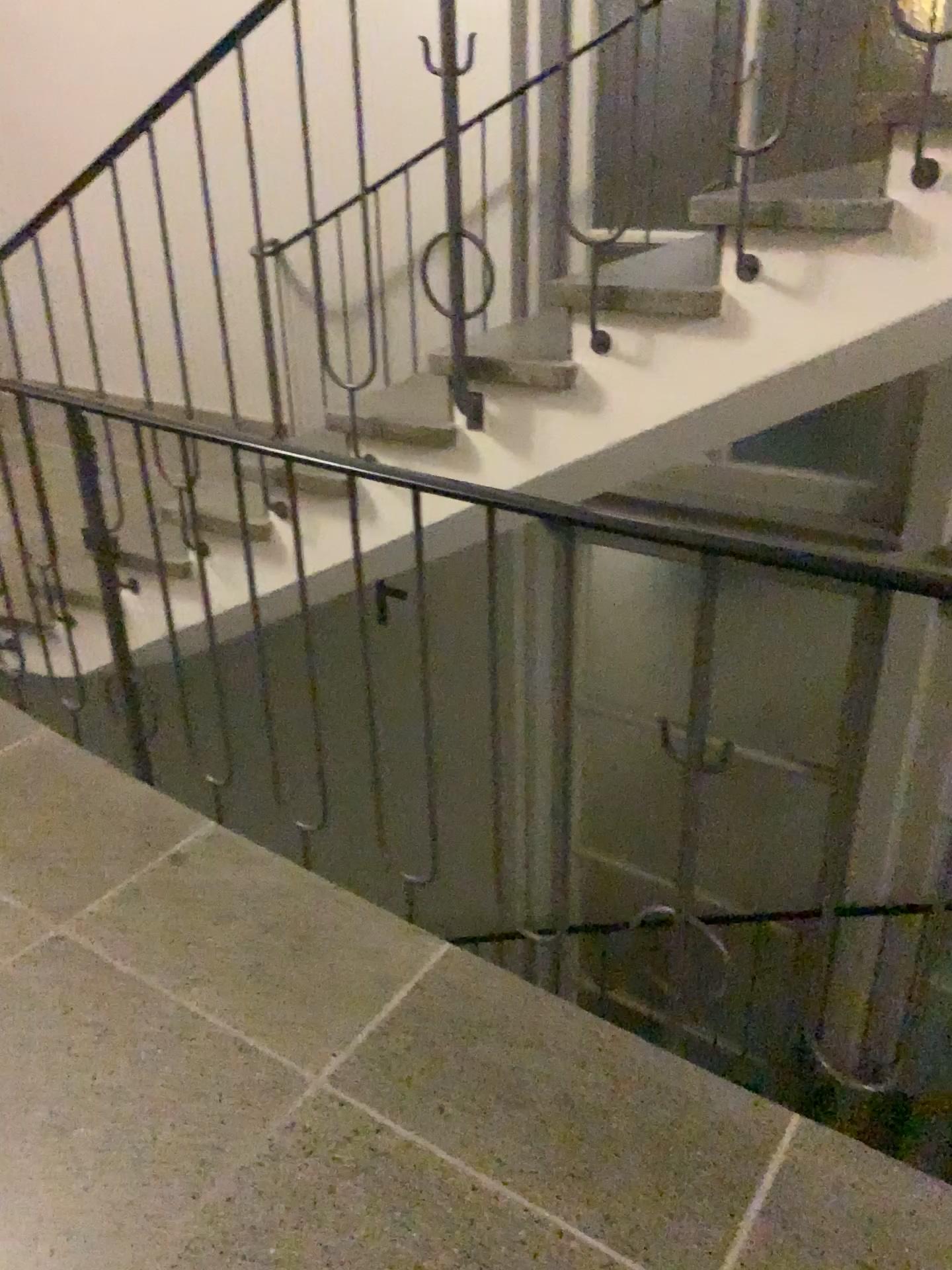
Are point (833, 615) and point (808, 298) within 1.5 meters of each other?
no
